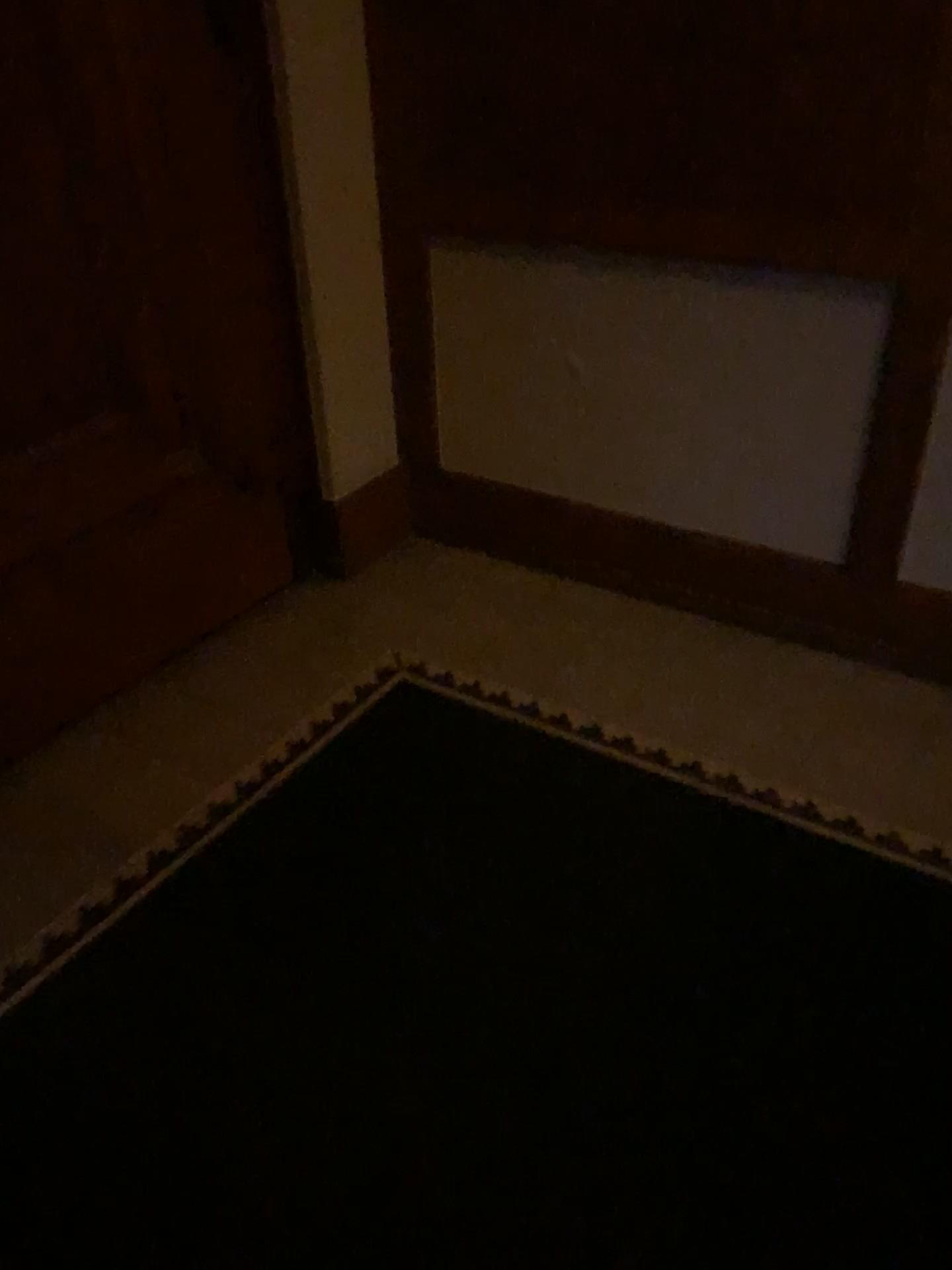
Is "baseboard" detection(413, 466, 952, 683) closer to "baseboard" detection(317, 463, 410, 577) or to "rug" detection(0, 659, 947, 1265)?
"baseboard" detection(317, 463, 410, 577)

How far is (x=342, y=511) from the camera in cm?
Answer: 286

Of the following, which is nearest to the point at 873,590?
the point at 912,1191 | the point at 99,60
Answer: the point at 912,1191

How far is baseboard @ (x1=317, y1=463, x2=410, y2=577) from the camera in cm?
286

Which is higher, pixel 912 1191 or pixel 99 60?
pixel 99 60

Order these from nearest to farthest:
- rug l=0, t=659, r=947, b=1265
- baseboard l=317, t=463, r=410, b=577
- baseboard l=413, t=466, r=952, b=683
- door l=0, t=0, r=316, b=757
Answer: rug l=0, t=659, r=947, b=1265, door l=0, t=0, r=316, b=757, baseboard l=413, t=466, r=952, b=683, baseboard l=317, t=463, r=410, b=577

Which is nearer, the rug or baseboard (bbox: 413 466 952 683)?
the rug

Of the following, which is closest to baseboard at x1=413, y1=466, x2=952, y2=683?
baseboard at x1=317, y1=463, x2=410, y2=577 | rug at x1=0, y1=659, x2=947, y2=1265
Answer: baseboard at x1=317, y1=463, x2=410, y2=577

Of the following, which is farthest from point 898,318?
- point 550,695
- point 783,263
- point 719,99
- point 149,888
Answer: point 149,888
